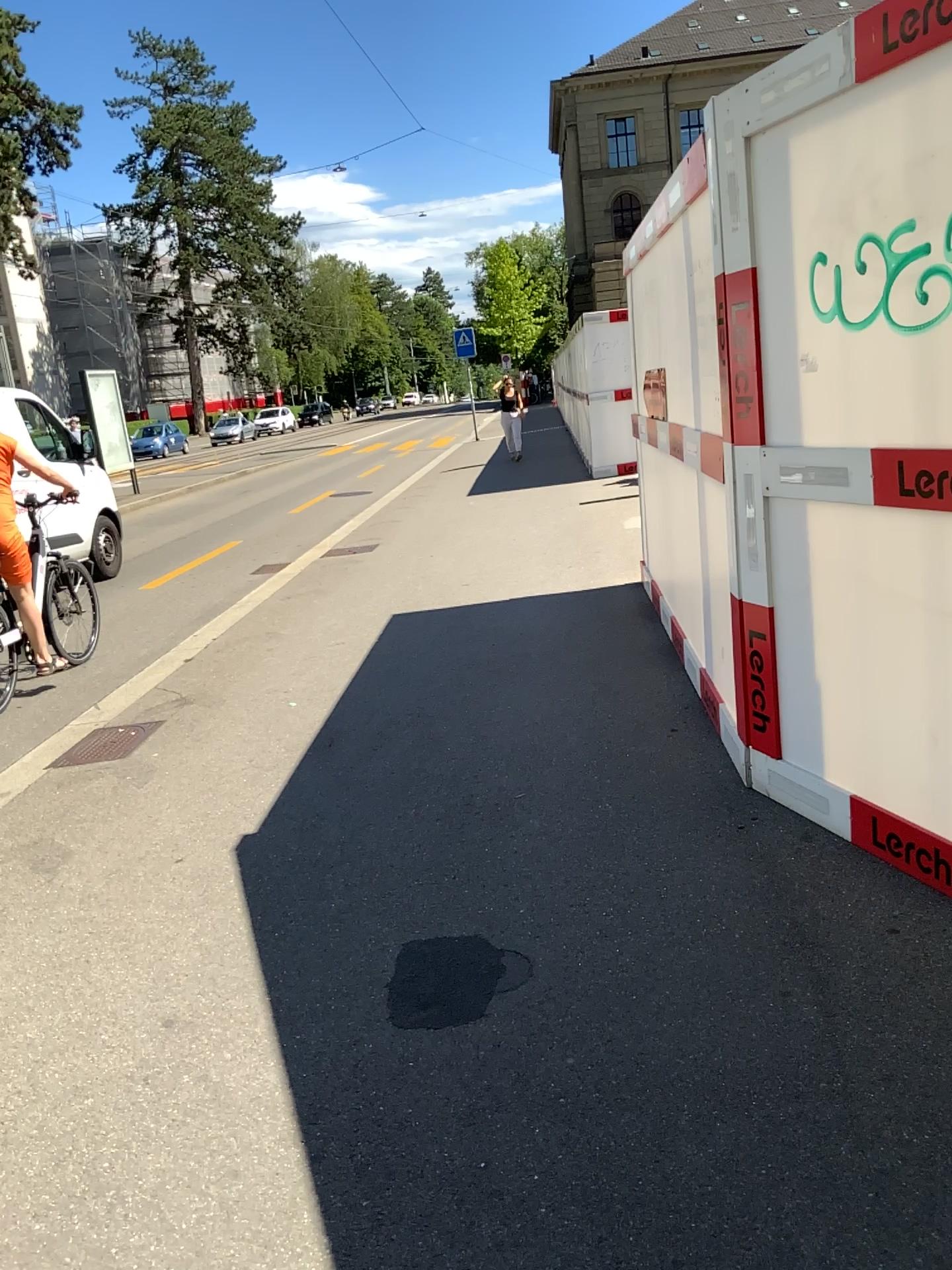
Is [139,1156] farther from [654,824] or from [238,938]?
[654,824]
